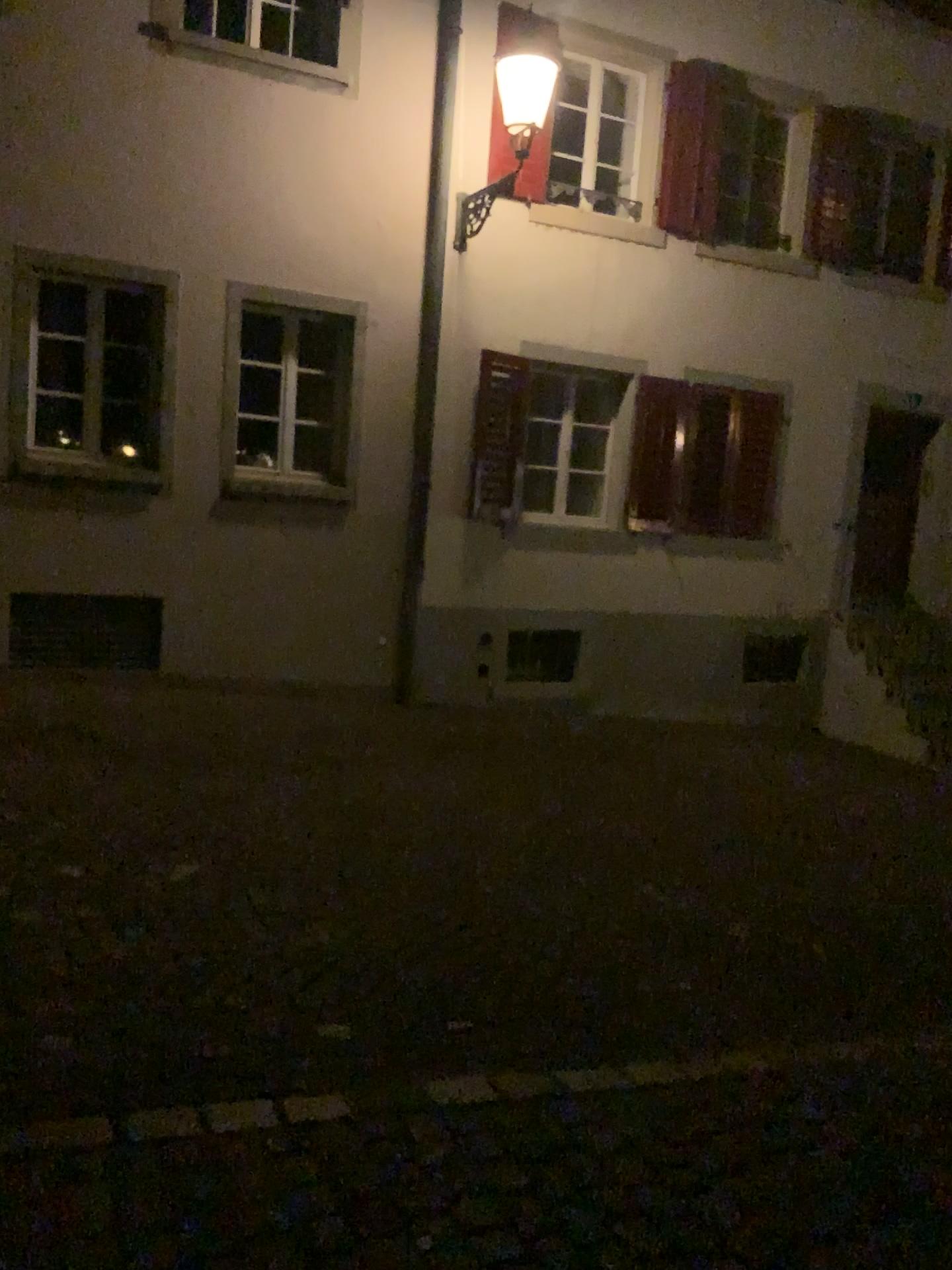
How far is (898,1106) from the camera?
3.2m
